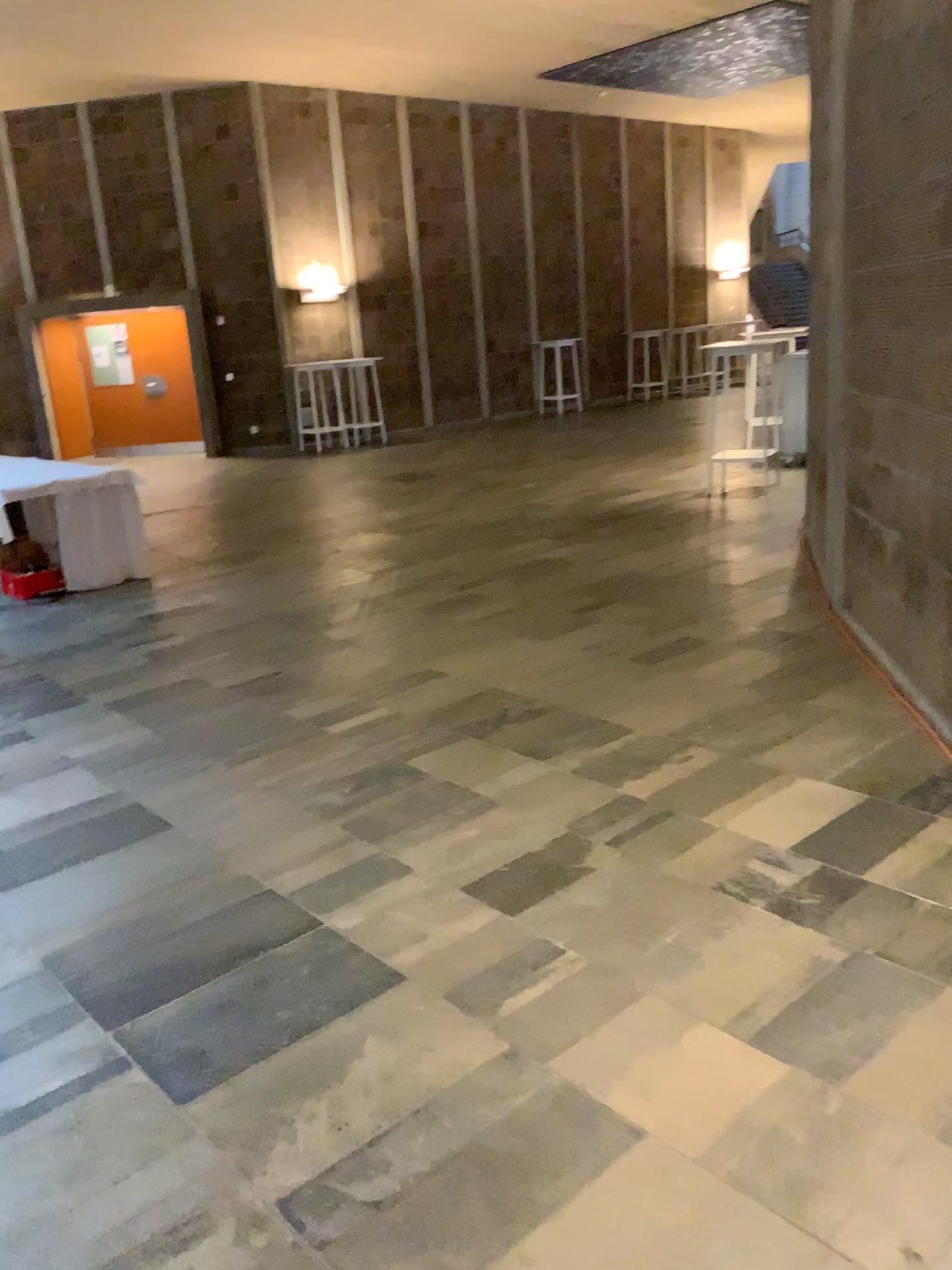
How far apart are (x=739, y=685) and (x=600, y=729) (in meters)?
0.70
